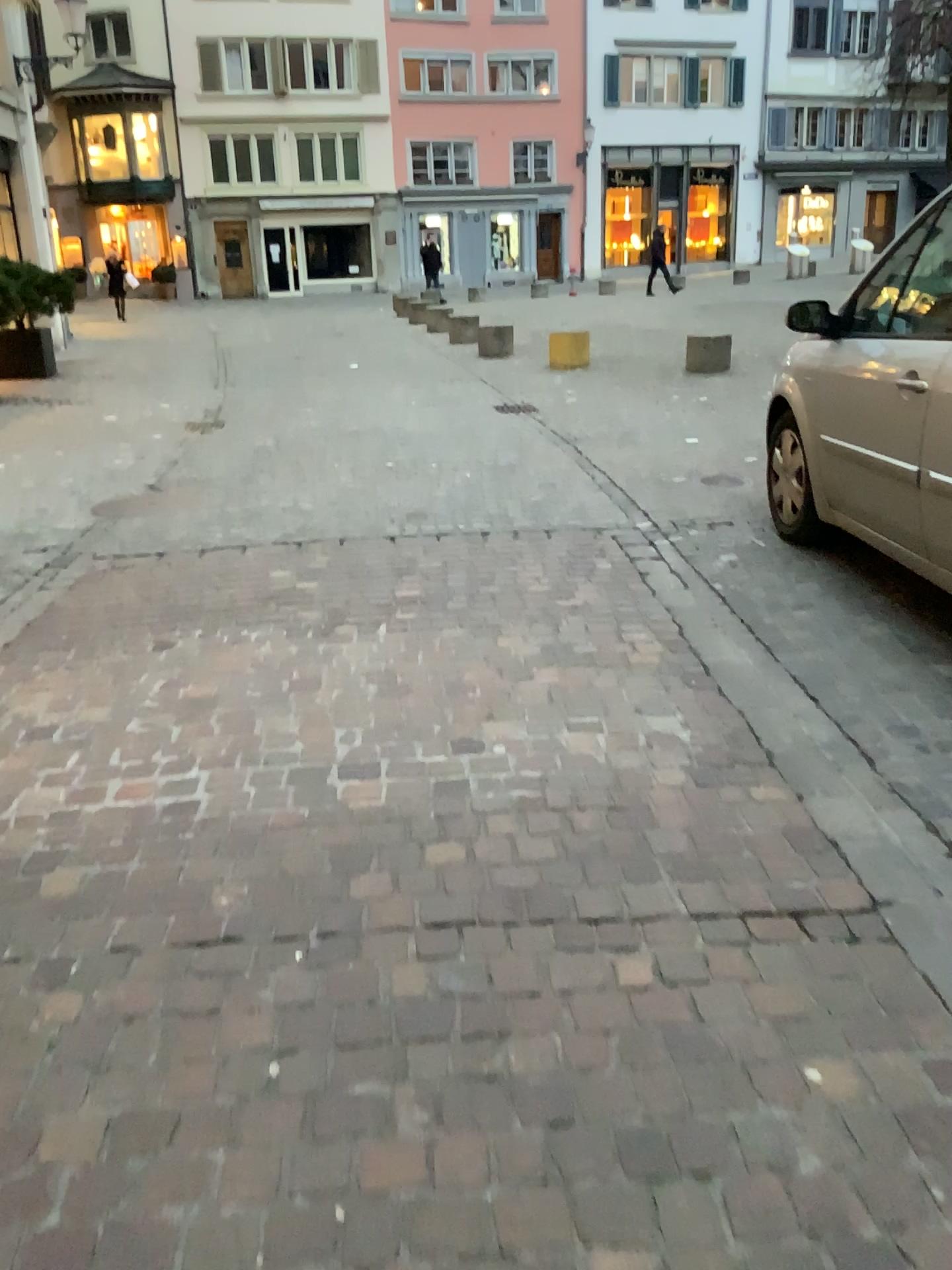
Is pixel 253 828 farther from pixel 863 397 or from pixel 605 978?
pixel 863 397
